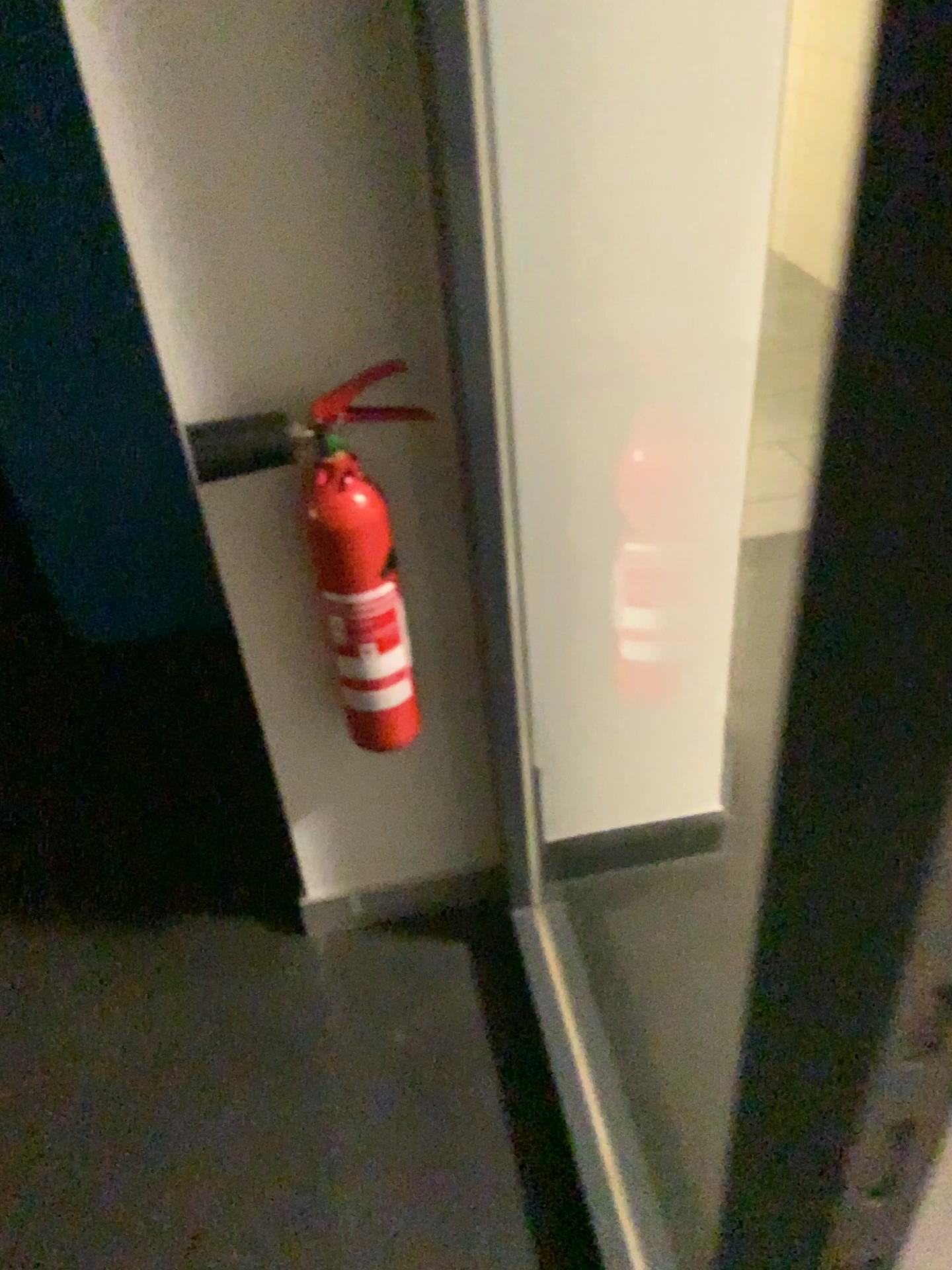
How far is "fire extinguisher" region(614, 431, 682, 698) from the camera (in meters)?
1.35

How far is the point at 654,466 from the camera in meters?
1.4 m

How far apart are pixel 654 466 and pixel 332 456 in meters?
0.4

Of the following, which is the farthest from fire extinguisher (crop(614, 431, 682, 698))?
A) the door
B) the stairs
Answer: the stairs

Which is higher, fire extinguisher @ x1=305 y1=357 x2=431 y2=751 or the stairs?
fire extinguisher @ x1=305 y1=357 x2=431 y2=751

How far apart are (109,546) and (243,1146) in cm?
132

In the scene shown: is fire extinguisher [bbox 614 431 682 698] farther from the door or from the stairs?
the stairs

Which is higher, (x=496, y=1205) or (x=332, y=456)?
(x=332, y=456)

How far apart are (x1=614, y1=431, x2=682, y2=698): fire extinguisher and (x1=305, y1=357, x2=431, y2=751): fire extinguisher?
0.3 meters

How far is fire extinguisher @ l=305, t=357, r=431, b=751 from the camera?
1.17m
